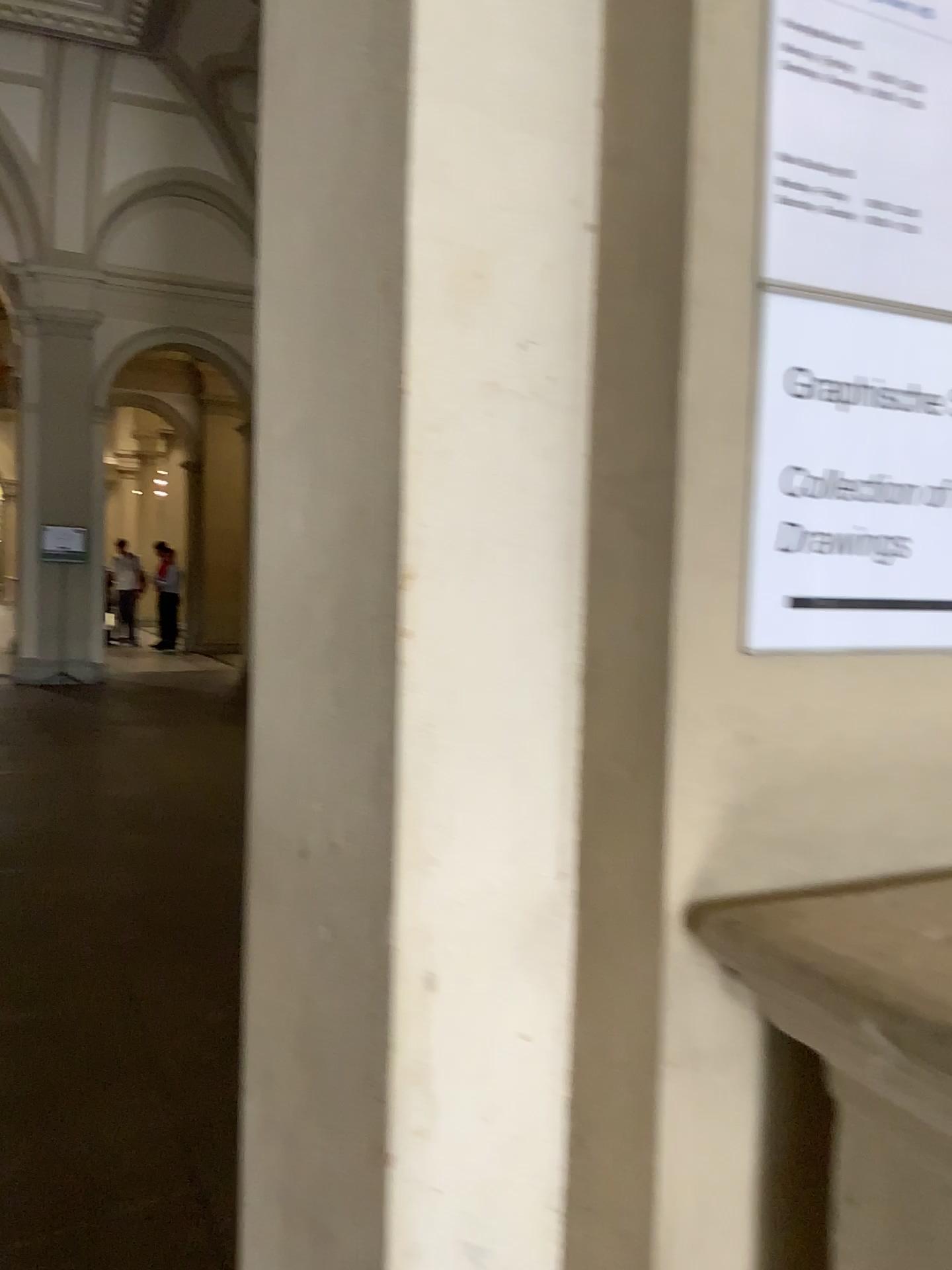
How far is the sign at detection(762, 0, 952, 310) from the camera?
0.9m

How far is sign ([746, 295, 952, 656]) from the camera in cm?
88

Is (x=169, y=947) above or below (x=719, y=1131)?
below

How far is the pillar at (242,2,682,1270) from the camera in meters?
0.9

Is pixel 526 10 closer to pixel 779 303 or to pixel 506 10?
pixel 506 10

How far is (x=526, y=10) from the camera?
0.9m

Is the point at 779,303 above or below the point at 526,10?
below

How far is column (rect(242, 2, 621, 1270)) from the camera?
0.93m
